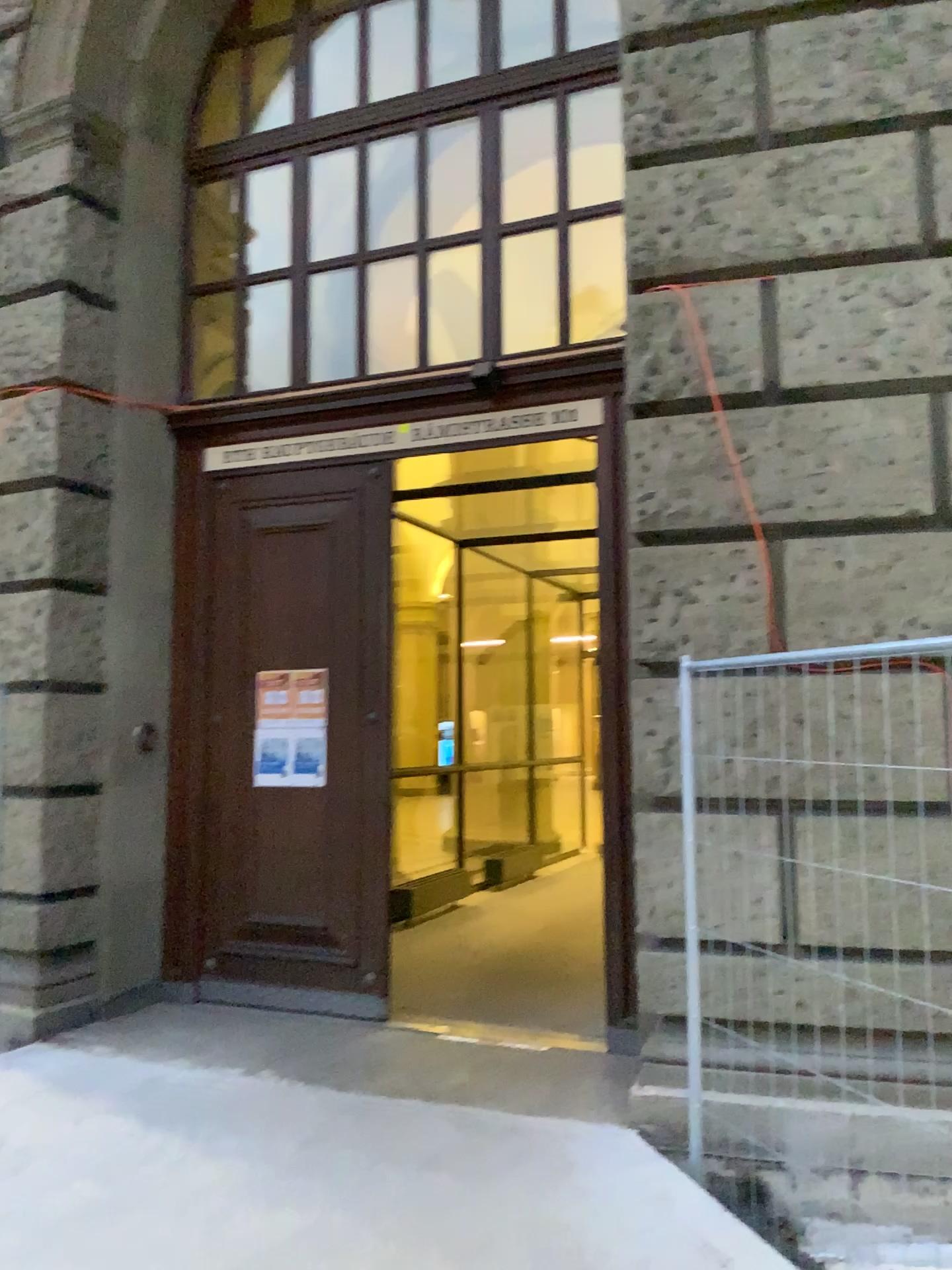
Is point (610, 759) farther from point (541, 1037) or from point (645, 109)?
point (645, 109)
